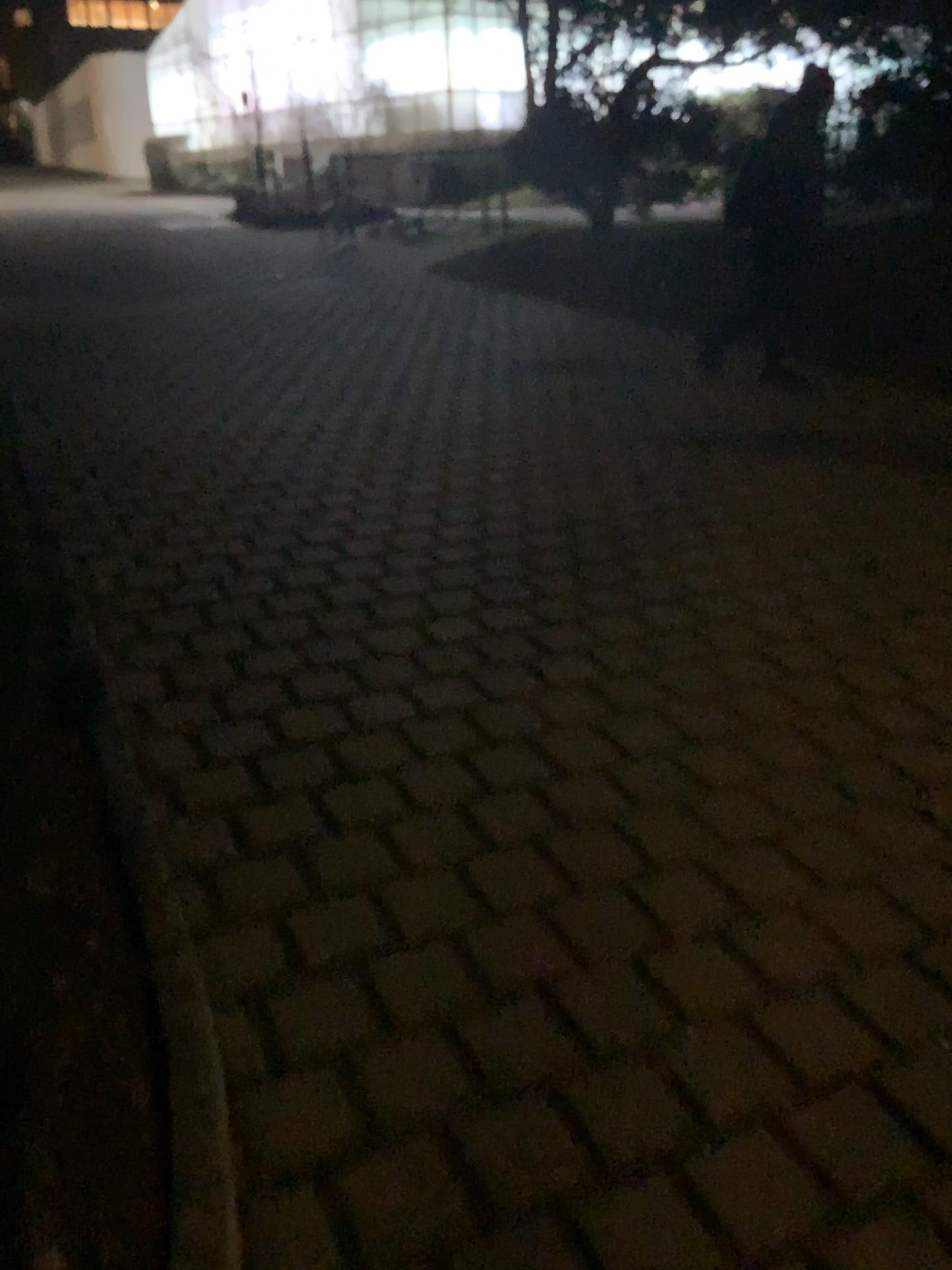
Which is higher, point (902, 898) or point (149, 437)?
point (149, 437)
